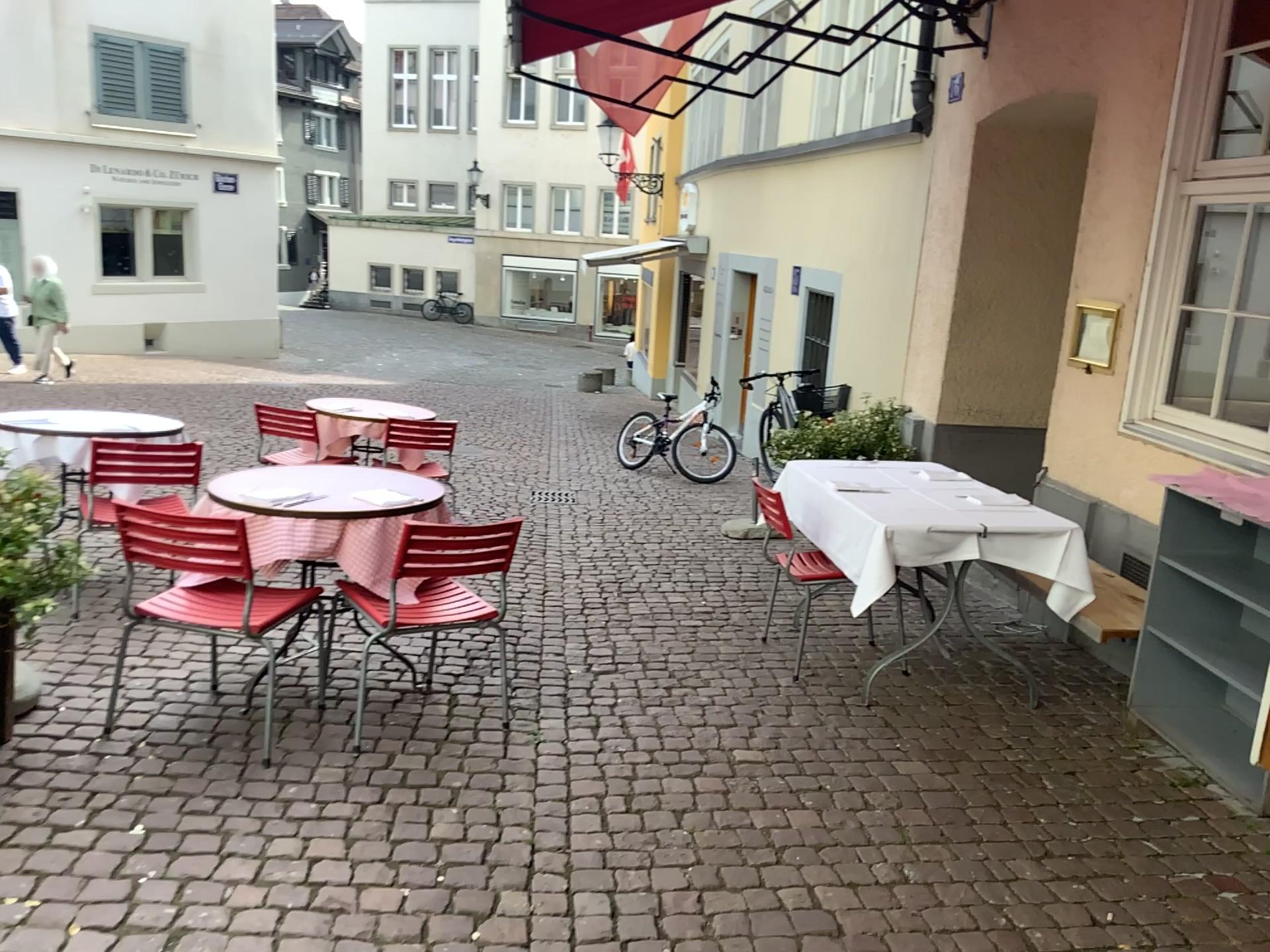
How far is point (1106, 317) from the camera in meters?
4.5

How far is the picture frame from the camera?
4.5m

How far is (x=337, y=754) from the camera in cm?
340
